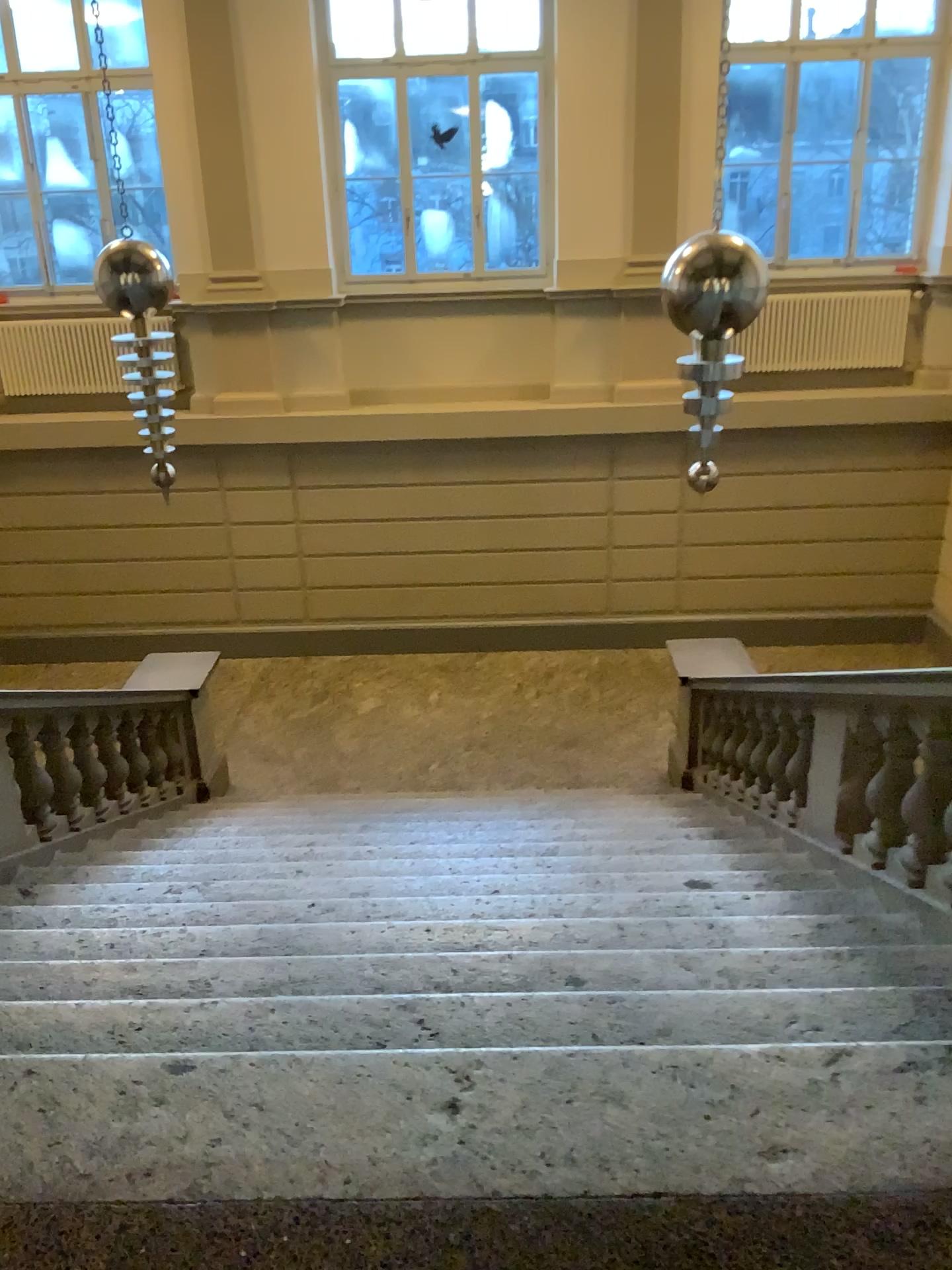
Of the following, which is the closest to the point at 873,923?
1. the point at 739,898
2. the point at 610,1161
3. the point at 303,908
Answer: the point at 739,898
